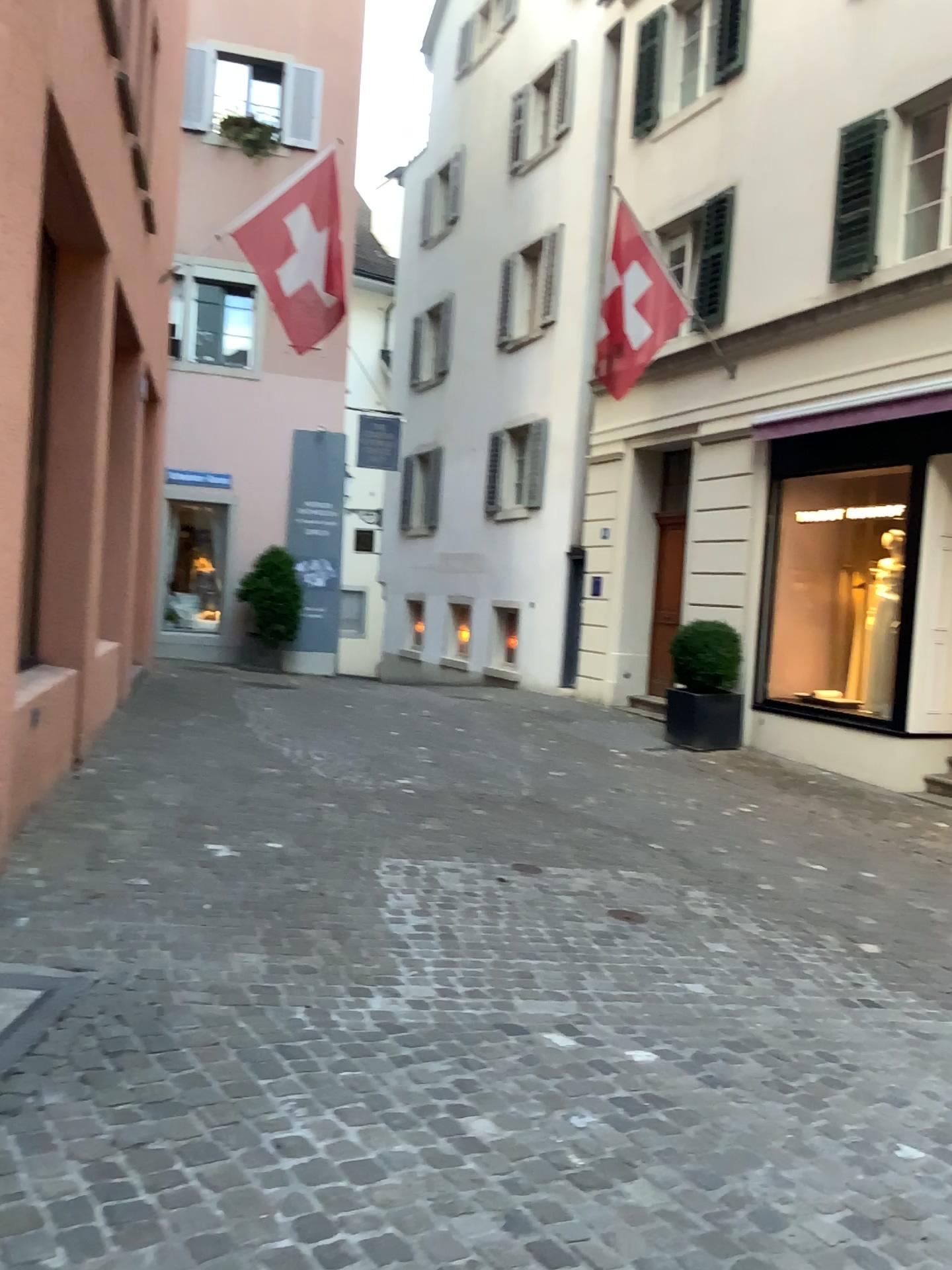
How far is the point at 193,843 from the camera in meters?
5.2 m
